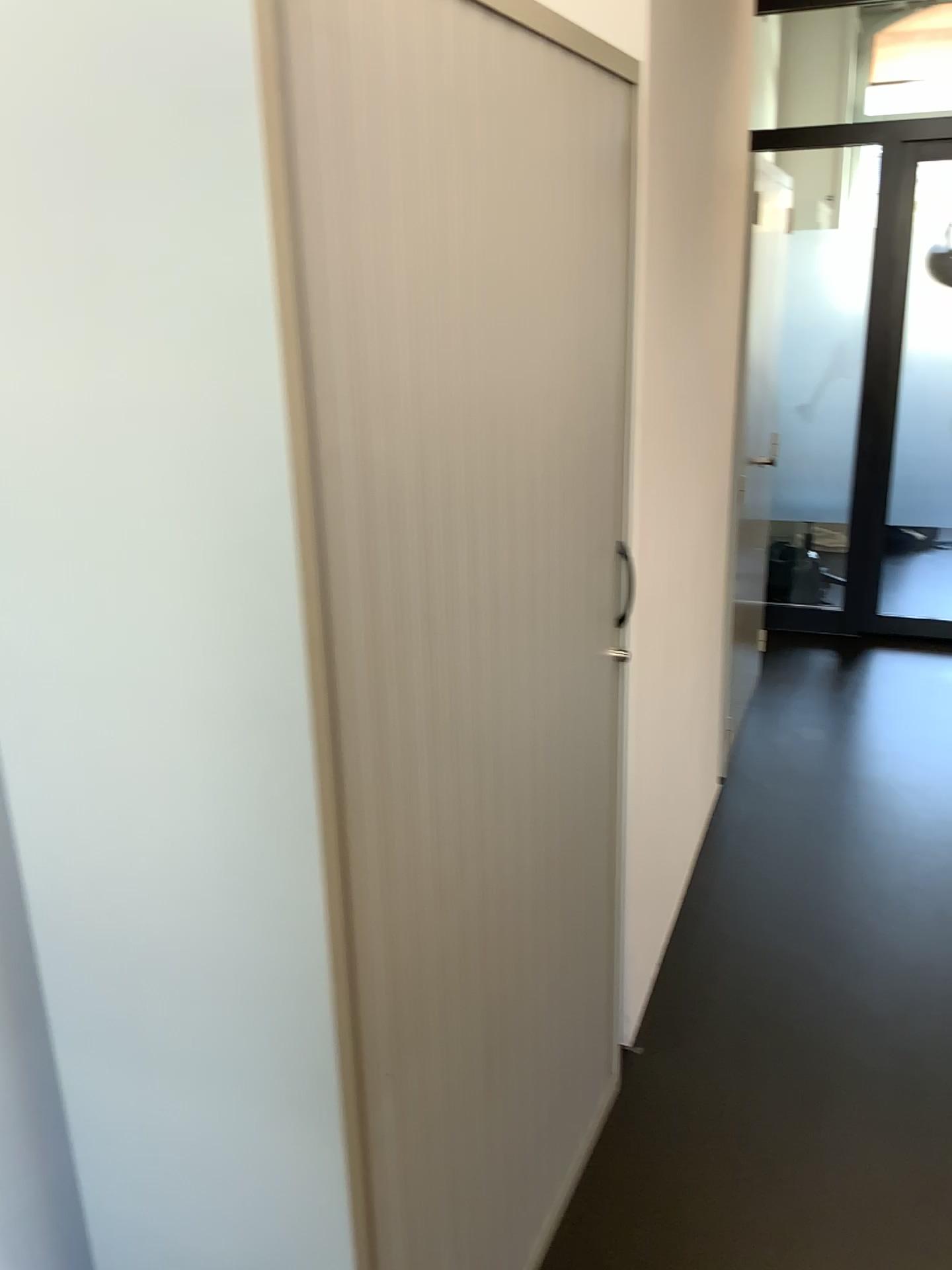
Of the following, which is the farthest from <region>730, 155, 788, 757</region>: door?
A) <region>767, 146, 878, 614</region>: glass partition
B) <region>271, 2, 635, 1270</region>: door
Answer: <region>271, 2, 635, 1270</region>: door

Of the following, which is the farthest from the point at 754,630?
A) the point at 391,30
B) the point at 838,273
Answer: the point at 391,30

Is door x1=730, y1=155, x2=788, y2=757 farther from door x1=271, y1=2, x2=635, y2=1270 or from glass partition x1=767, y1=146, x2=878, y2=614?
door x1=271, y1=2, x2=635, y2=1270

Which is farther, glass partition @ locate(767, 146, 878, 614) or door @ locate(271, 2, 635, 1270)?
glass partition @ locate(767, 146, 878, 614)

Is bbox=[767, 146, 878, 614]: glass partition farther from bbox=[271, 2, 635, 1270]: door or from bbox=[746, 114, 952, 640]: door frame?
bbox=[271, 2, 635, 1270]: door

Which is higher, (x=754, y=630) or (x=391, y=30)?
(x=391, y=30)

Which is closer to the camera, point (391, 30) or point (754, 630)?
point (391, 30)

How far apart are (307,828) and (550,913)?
0.8m

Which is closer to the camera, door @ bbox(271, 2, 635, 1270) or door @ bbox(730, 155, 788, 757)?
door @ bbox(271, 2, 635, 1270)
